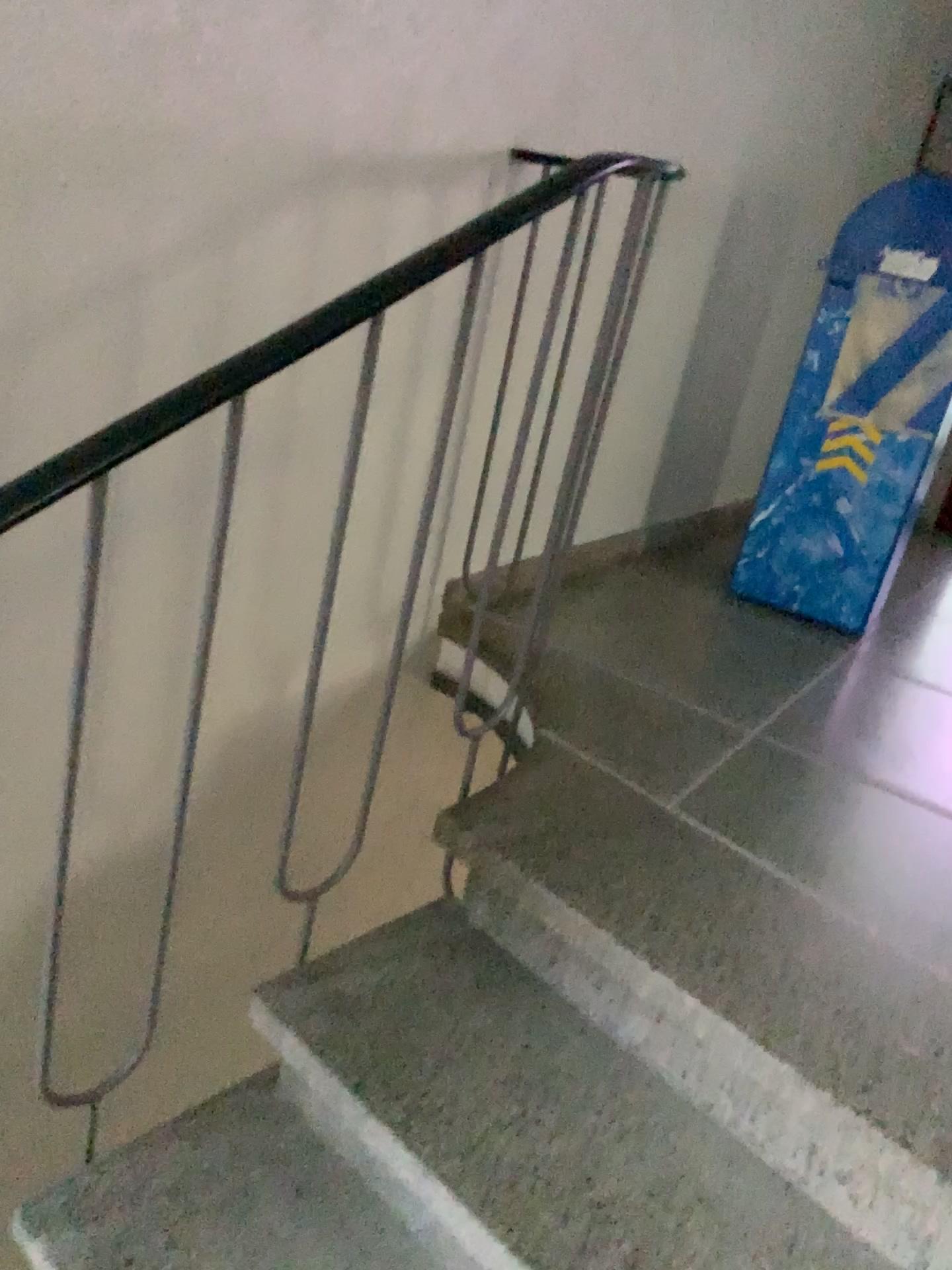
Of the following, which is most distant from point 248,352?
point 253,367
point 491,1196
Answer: point 491,1196

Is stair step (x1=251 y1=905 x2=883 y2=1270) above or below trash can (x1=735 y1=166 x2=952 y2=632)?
below

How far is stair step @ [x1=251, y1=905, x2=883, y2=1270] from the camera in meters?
1.1 m

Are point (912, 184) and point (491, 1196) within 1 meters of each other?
no

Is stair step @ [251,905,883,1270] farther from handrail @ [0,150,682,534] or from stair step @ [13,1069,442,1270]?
handrail @ [0,150,682,534]

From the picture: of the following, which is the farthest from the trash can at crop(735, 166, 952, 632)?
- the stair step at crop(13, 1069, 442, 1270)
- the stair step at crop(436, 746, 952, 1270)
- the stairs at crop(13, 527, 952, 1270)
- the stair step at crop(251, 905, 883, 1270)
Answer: the stair step at crop(13, 1069, 442, 1270)

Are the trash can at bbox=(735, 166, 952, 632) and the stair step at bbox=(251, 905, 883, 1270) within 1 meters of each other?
no

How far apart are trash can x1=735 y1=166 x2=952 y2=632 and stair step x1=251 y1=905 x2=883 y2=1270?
1.5 meters

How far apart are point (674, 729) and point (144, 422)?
1.2 meters

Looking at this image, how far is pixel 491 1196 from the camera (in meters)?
1.14
